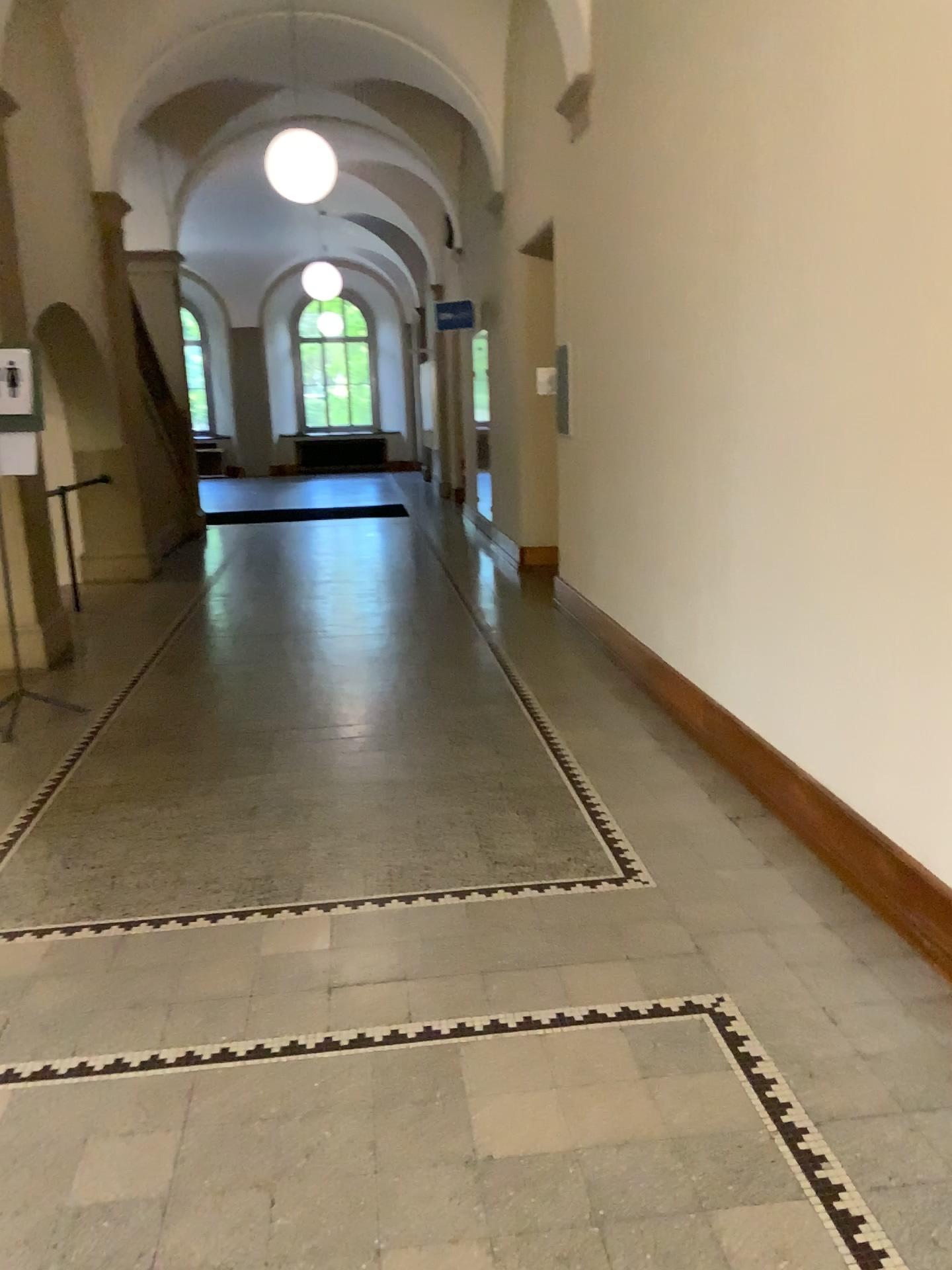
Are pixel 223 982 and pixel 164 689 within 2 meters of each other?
no
